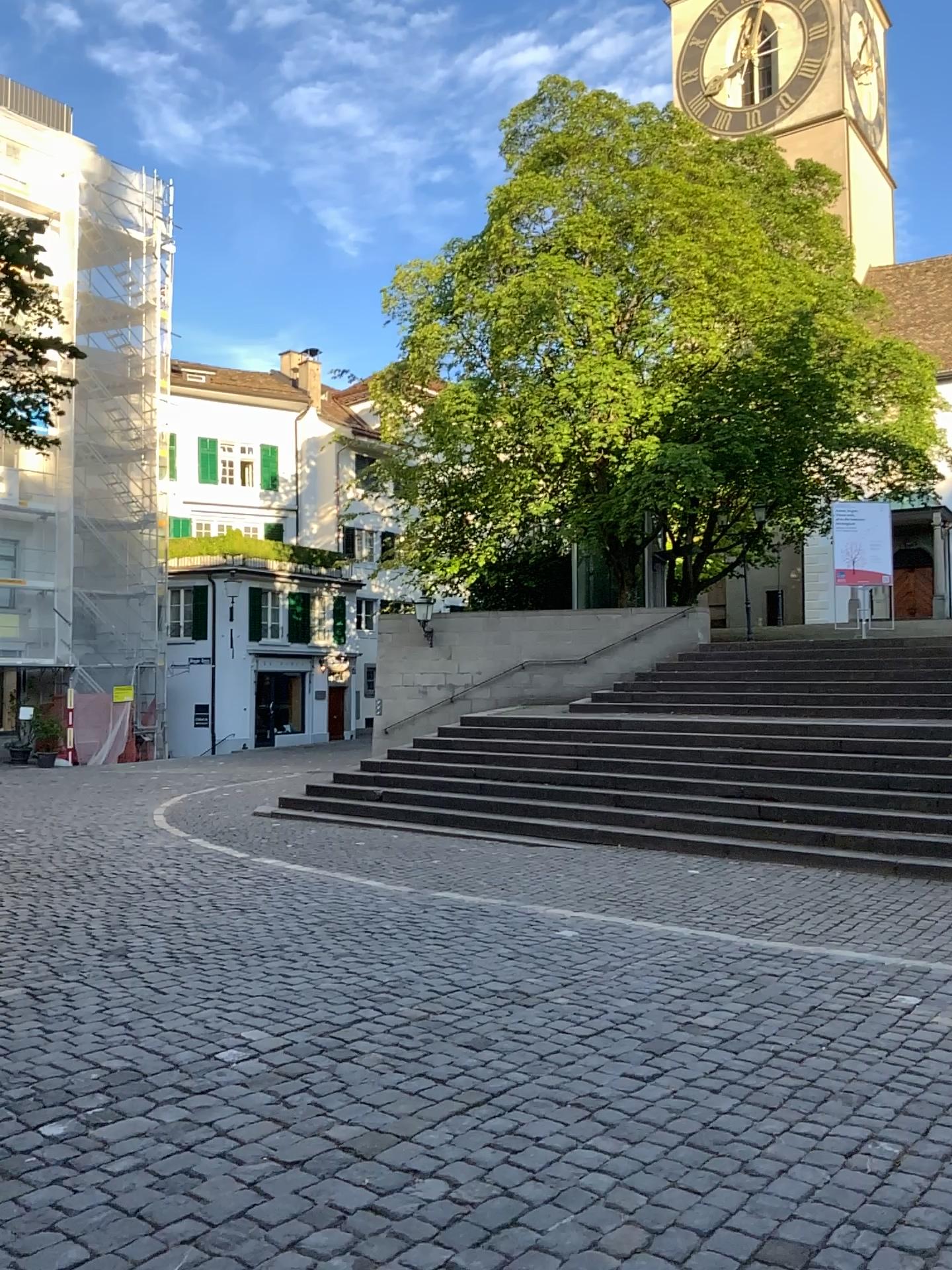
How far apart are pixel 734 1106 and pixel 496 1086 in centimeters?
86cm
